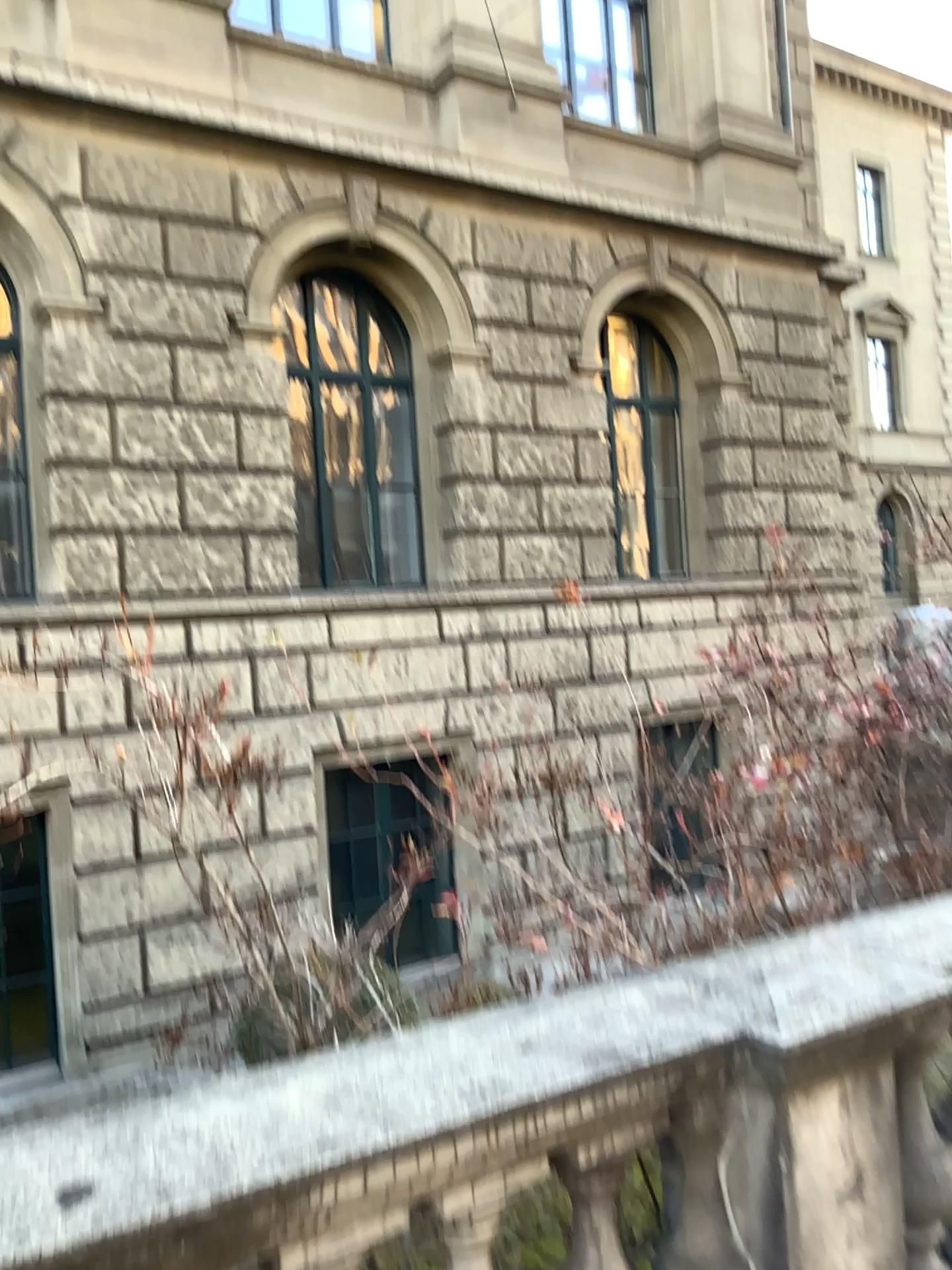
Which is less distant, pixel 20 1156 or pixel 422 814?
pixel 20 1156

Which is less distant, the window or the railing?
the railing

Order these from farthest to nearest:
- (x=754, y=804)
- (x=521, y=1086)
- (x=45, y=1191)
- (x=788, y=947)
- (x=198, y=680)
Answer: (x=754, y=804), (x=198, y=680), (x=788, y=947), (x=521, y=1086), (x=45, y=1191)
